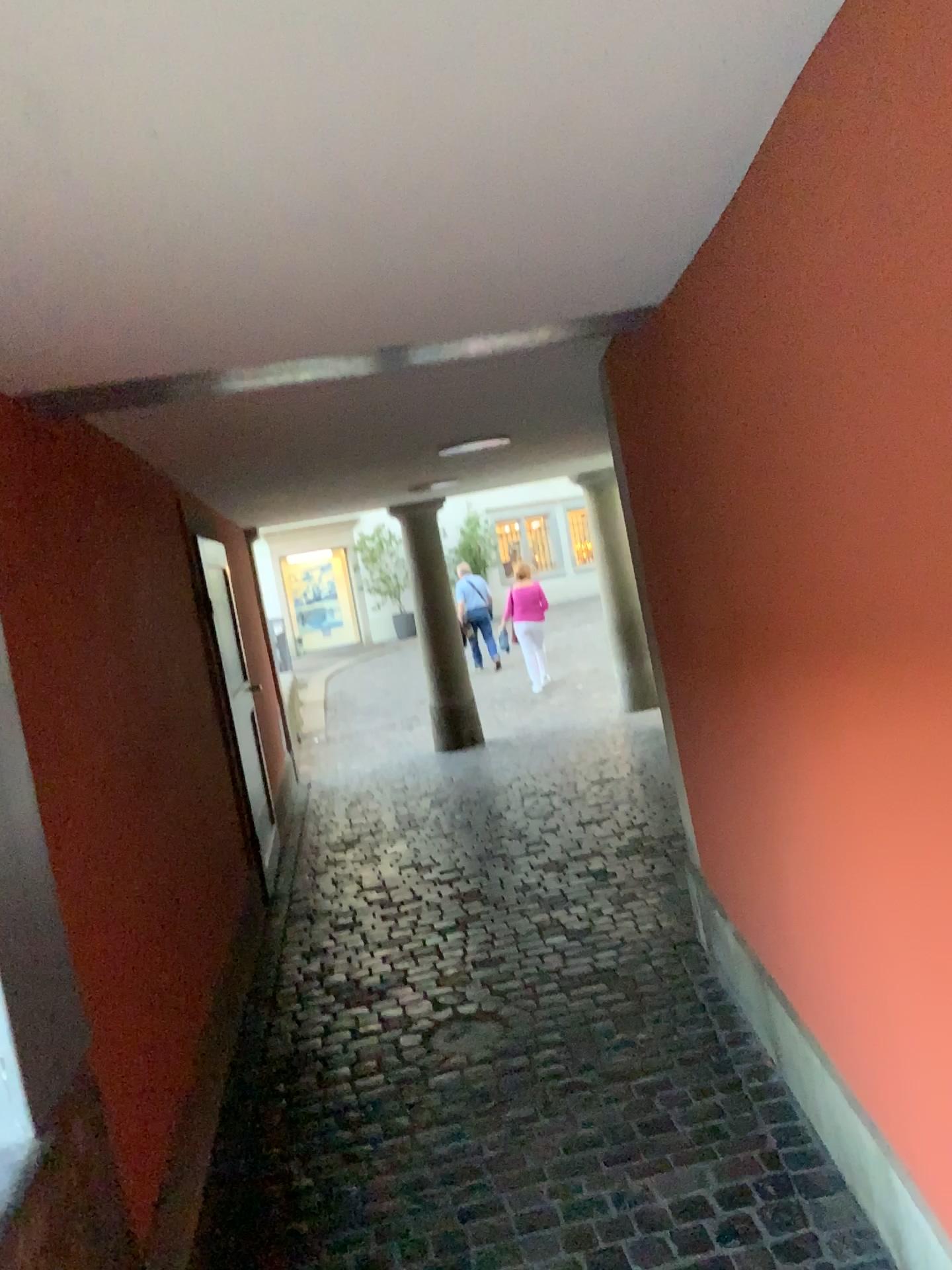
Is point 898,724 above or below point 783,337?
below
